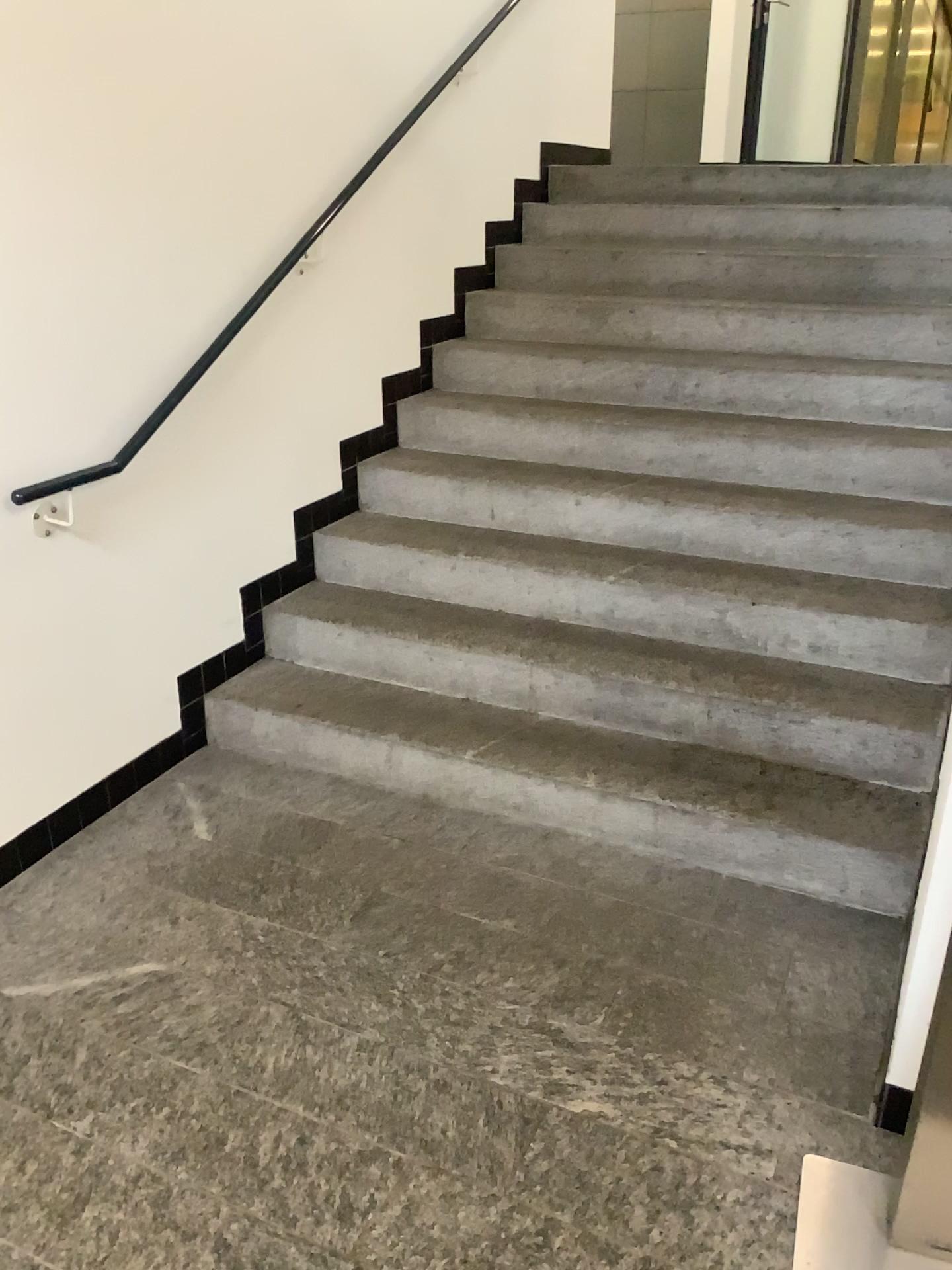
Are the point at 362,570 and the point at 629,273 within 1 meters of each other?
no
